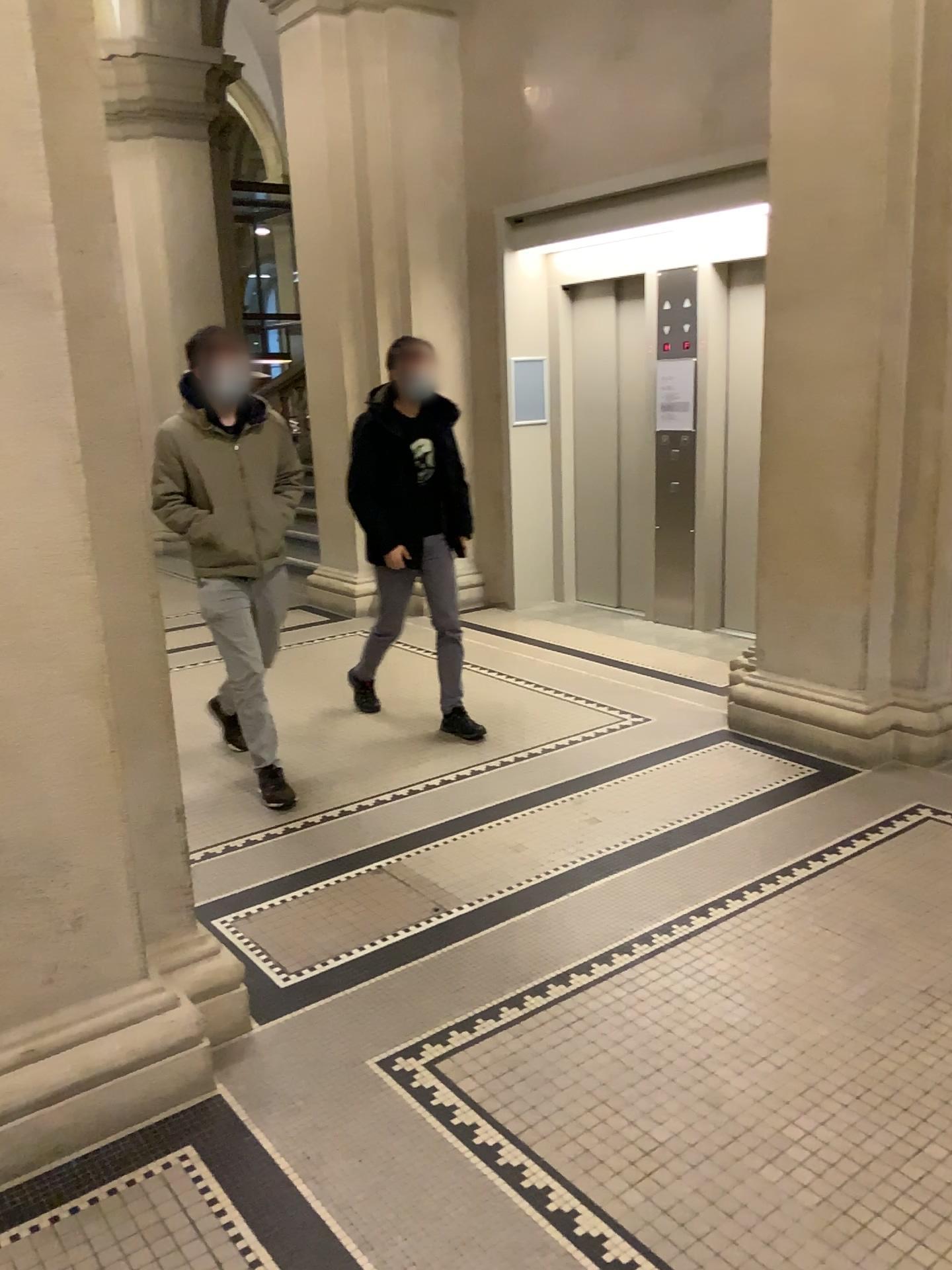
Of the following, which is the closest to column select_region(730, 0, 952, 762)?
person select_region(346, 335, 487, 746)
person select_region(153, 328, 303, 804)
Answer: person select_region(346, 335, 487, 746)

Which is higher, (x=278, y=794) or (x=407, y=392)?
(x=407, y=392)

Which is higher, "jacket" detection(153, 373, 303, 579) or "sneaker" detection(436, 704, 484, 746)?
"jacket" detection(153, 373, 303, 579)

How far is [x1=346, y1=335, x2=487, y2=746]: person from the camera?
4.6m

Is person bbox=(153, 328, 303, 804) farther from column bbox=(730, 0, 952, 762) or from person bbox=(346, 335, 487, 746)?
column bbox=(730, 0, 952, 762)

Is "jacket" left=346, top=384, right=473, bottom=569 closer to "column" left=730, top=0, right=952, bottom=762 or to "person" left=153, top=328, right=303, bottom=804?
"person" left=153, top=328, right=303, bottom=804

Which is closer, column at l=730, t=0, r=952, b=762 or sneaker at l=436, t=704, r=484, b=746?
column at l=730, t=0, r=952, b=762

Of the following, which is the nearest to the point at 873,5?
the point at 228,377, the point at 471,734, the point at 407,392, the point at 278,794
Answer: the point at 407,392

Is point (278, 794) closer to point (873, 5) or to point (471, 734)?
point (471, 734)

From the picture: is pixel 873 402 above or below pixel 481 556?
above
